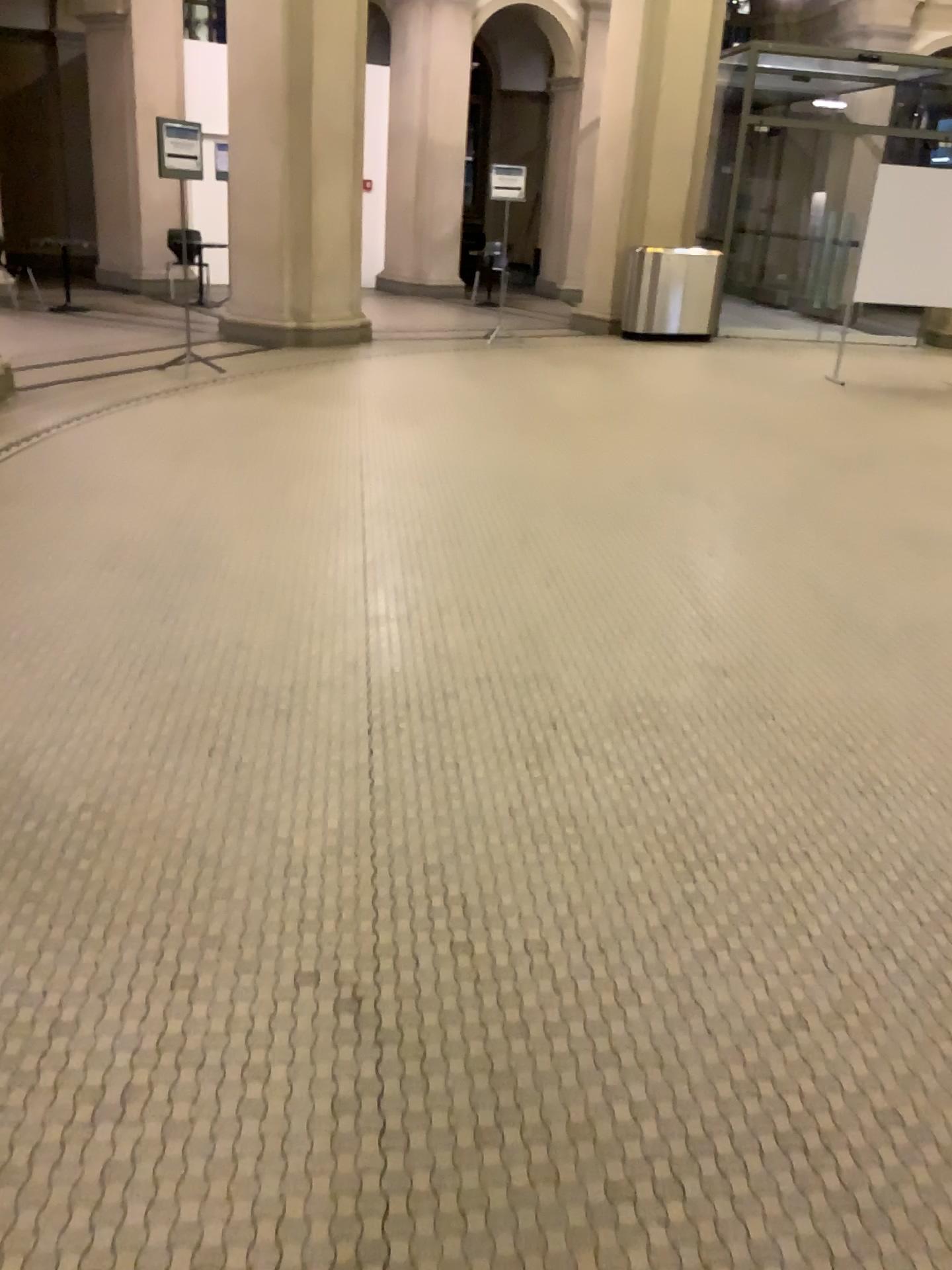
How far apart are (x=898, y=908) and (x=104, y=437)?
5.0m
